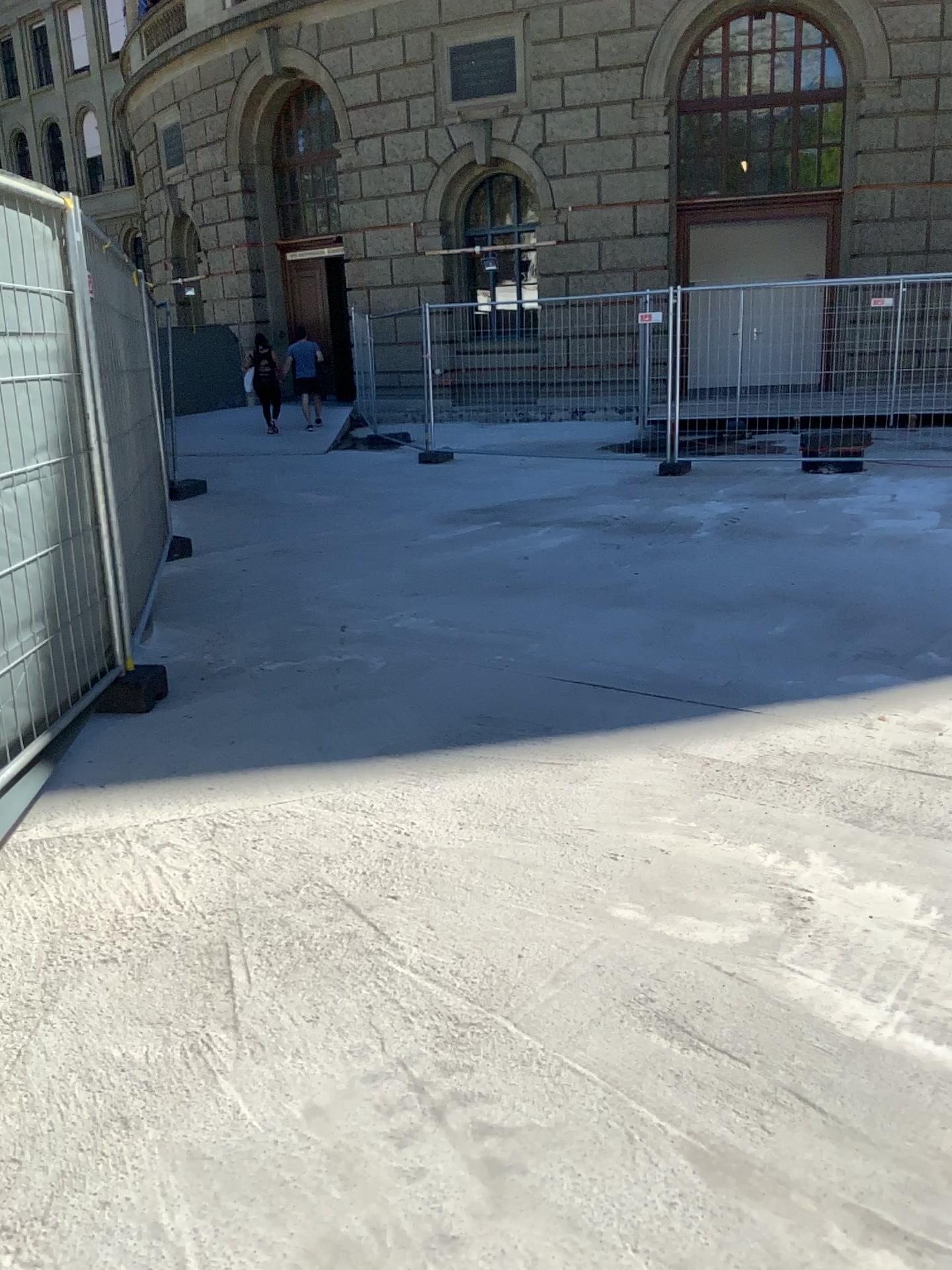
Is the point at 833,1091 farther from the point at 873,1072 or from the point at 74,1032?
the point at 74,1032
